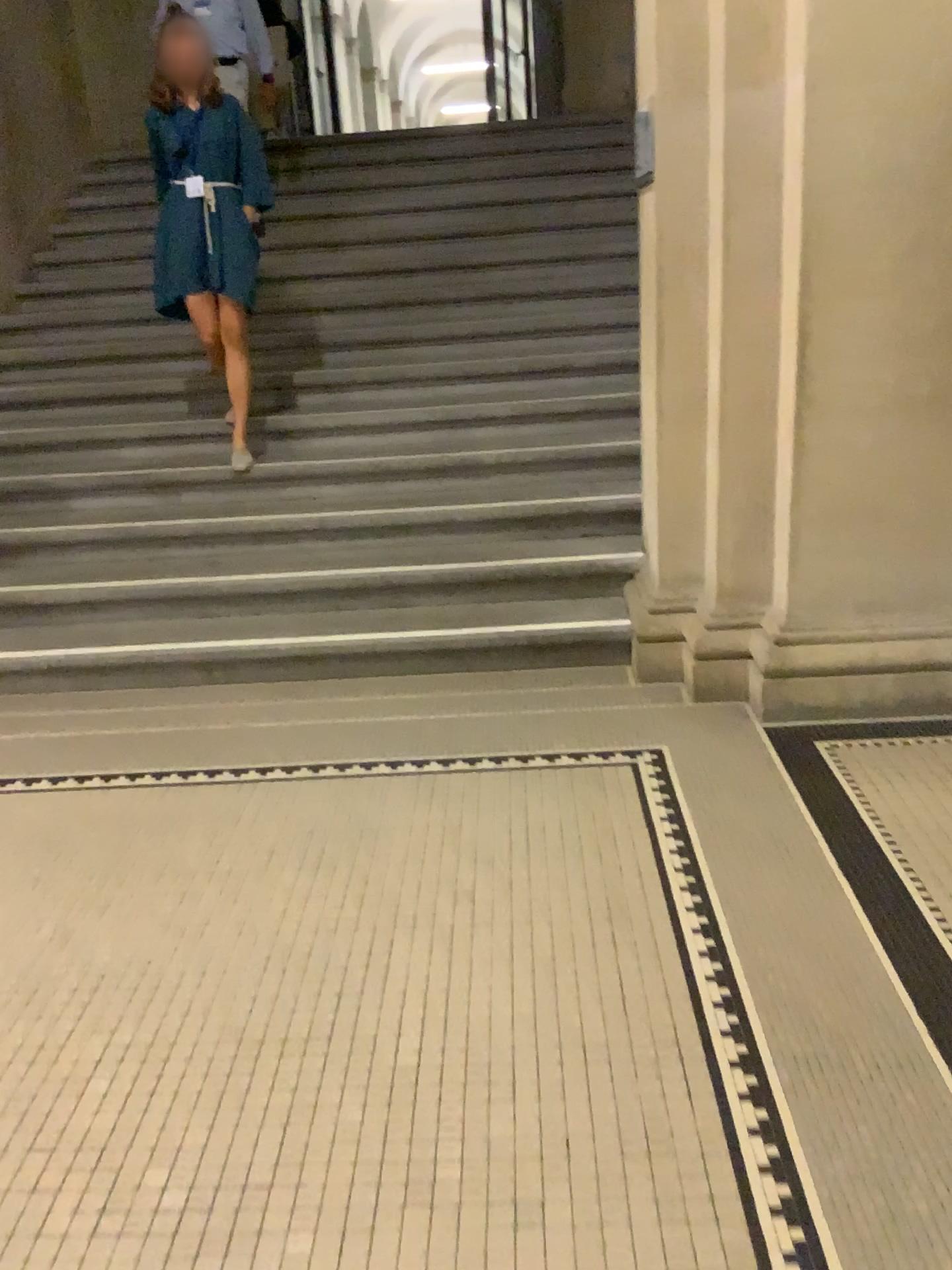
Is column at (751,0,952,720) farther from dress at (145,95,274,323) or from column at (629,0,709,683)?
dress at (145,95,274,323)

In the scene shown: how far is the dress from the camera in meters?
4.2

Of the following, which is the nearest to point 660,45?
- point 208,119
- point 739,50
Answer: point 739,50

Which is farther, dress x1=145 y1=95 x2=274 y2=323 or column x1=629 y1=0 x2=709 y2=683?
dress x1=145 y1=95 x2=274 y2=323

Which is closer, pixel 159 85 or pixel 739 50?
pixel 739 50

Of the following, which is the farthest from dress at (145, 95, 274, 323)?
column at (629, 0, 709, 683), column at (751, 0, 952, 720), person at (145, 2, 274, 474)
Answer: column at (751, 0, 952, 720)

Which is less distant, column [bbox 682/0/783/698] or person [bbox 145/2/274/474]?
column [bbox 682/0/783/698]

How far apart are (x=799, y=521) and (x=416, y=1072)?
2.0m

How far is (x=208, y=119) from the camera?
4.2m
